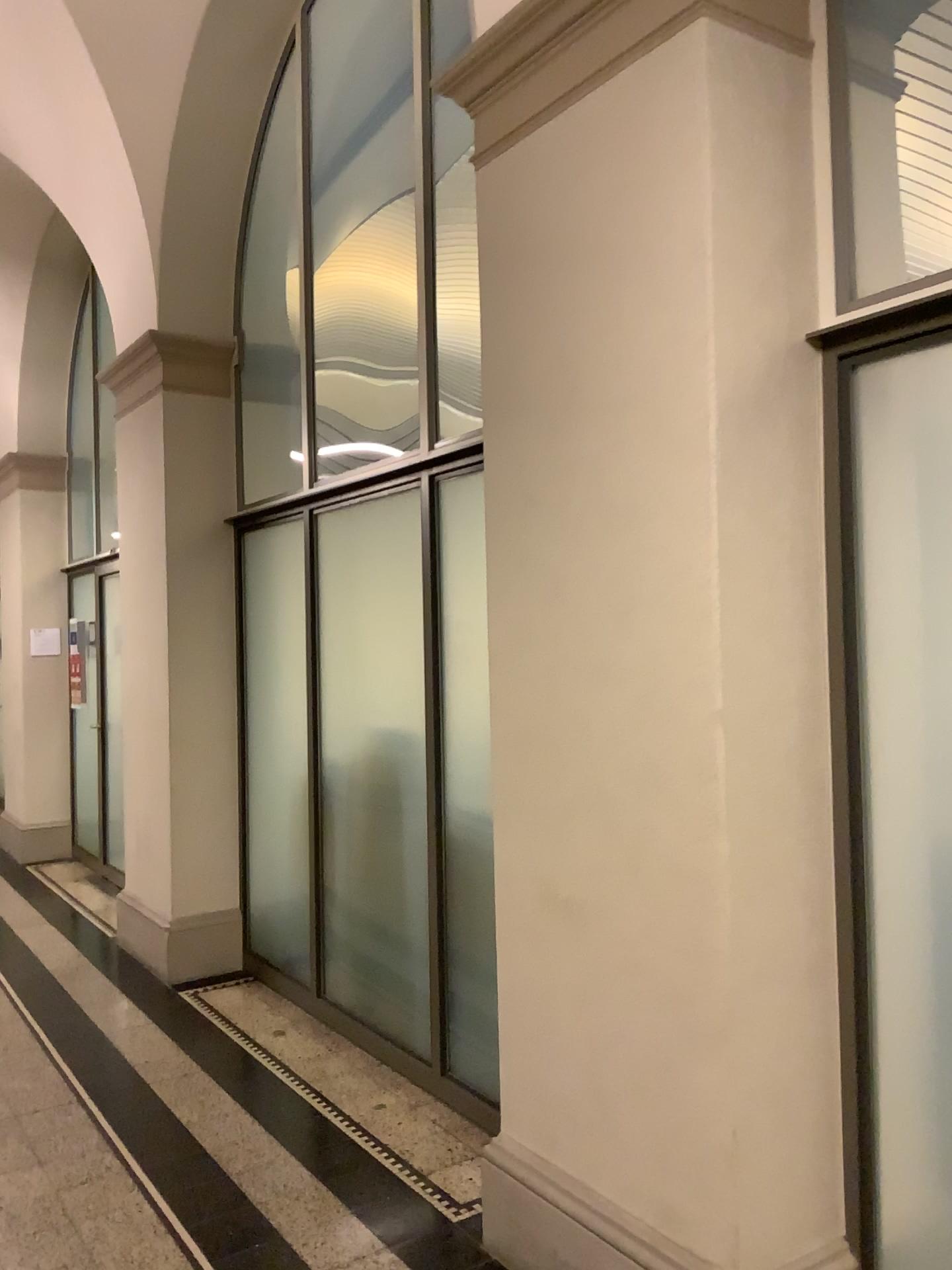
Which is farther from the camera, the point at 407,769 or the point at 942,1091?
the point at 407,769

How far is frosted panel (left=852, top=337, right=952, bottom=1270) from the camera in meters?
2.1

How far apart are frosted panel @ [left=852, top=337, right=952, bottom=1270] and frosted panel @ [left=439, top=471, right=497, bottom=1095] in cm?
141

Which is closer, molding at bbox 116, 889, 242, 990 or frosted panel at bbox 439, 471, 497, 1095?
frosted panel at bbox 439, 471, 497, 1095

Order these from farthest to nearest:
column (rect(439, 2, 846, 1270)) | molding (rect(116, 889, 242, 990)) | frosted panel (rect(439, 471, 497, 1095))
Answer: molding (rect(116, 889, 242, 990))
frosted panel (rect(439, 471, 497, 1095))
column (rect(439, 2, 846, 1270))

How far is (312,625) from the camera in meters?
4.4 m

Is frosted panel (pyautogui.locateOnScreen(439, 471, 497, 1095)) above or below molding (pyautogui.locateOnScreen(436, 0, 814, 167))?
below

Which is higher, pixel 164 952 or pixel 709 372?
pixel 709 372

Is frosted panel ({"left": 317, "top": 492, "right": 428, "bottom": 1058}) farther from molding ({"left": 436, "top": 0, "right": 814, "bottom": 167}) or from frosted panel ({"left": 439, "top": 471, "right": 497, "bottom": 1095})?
molding ({"left": 436, "top": 0, "right": 814, "bottom": 167})

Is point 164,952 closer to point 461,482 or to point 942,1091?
point 461,482
